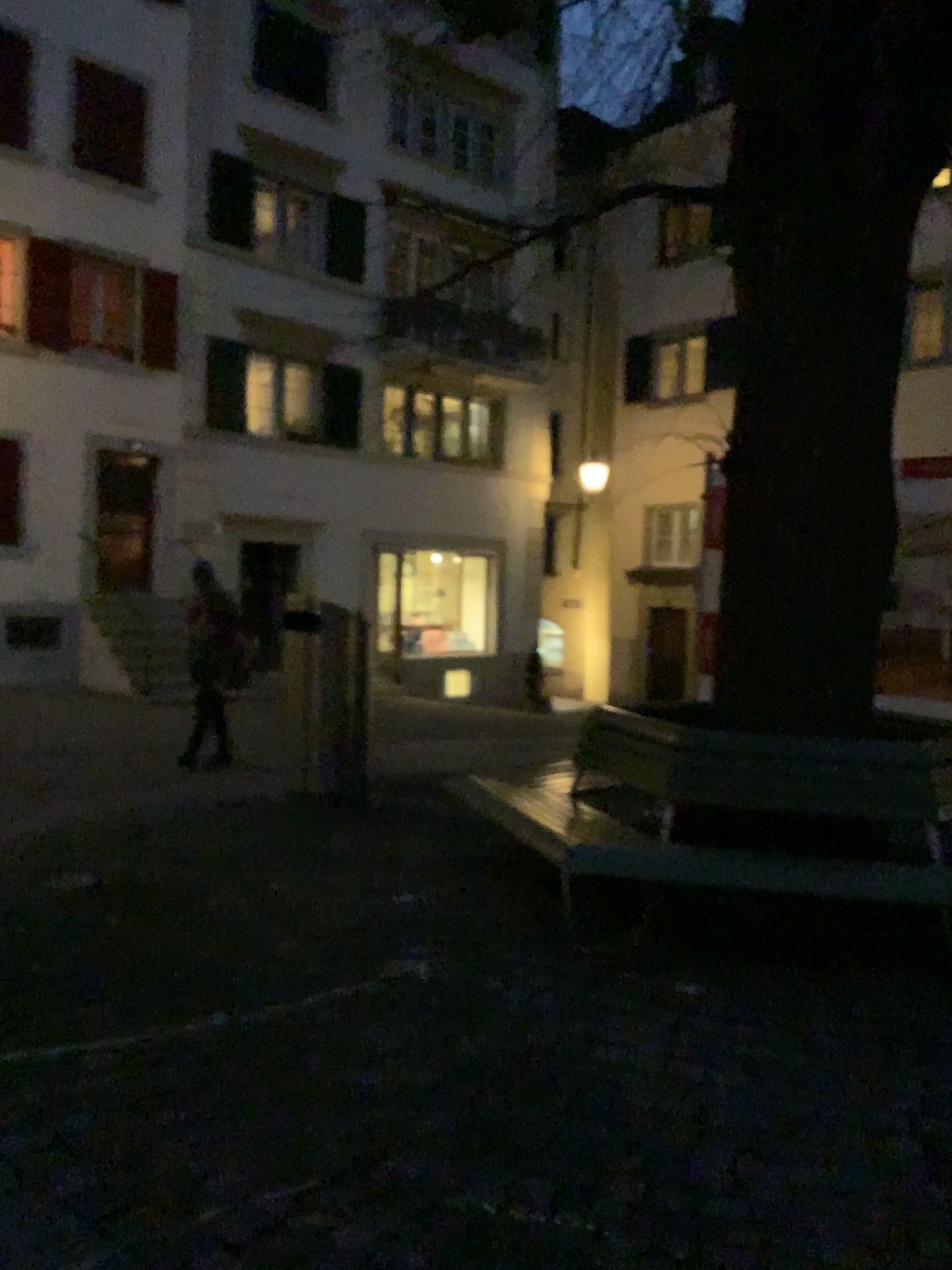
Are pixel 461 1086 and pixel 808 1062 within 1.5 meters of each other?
yes
